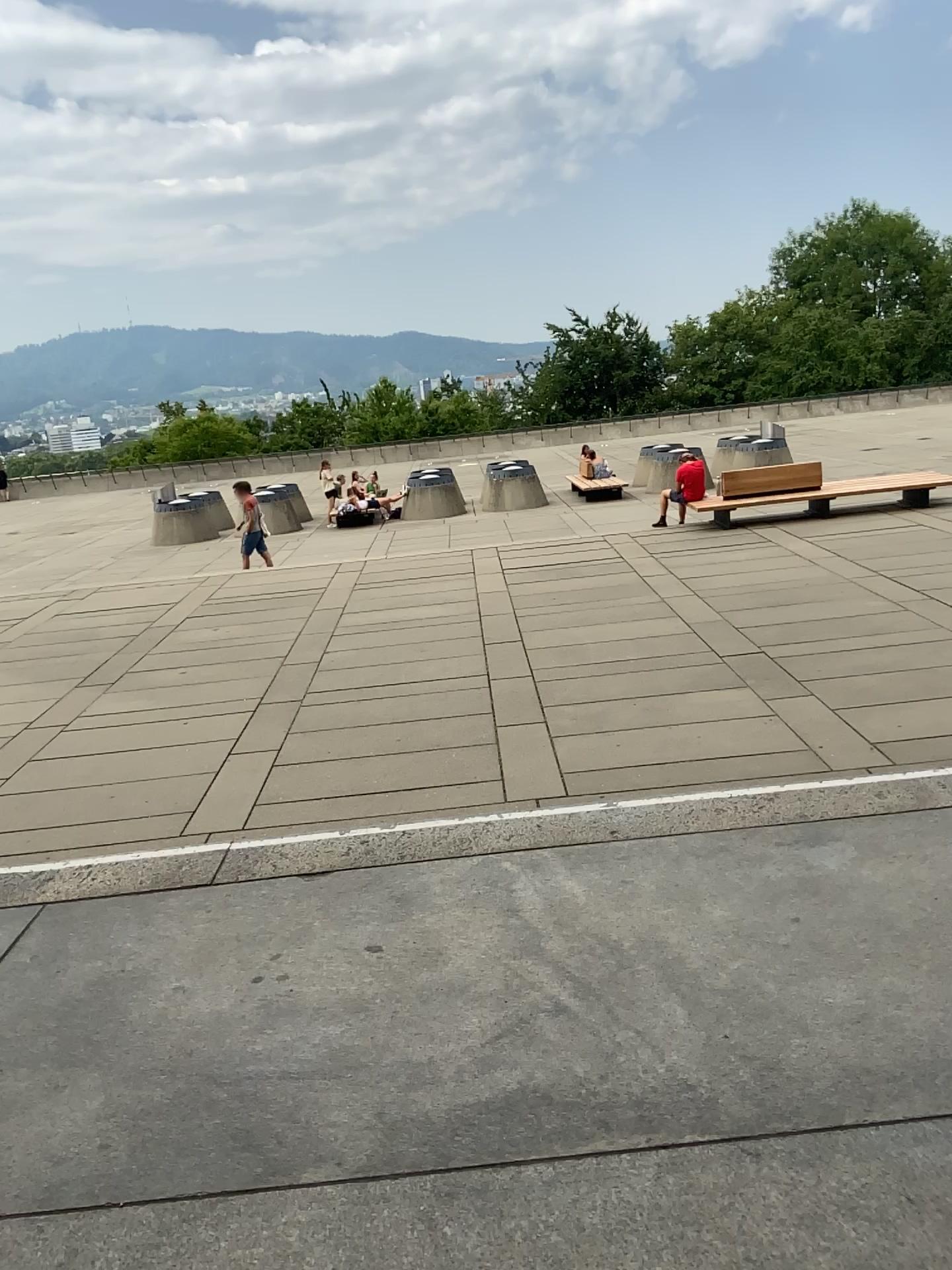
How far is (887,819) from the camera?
3.4 meters
